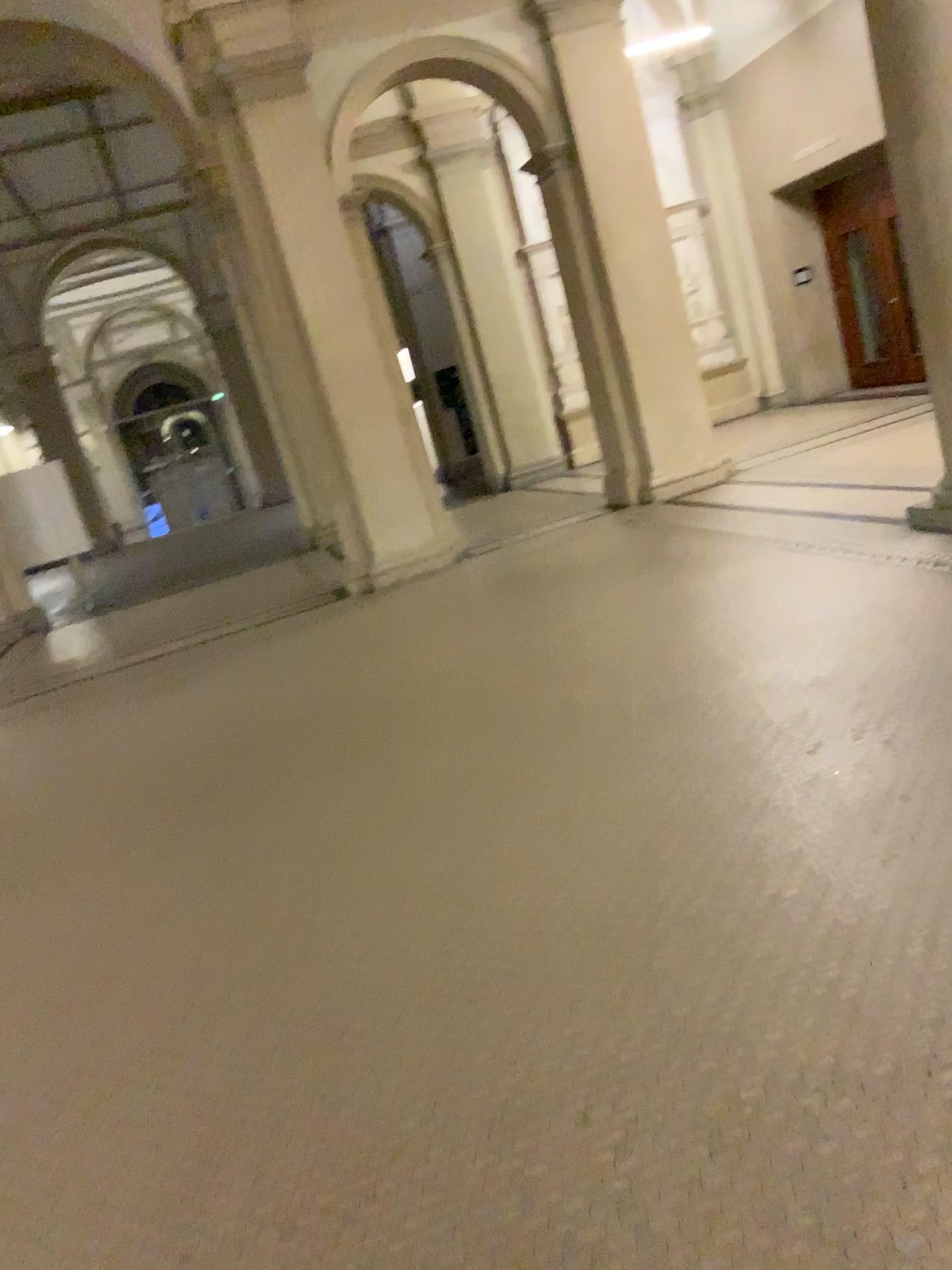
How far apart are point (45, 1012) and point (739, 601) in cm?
368
